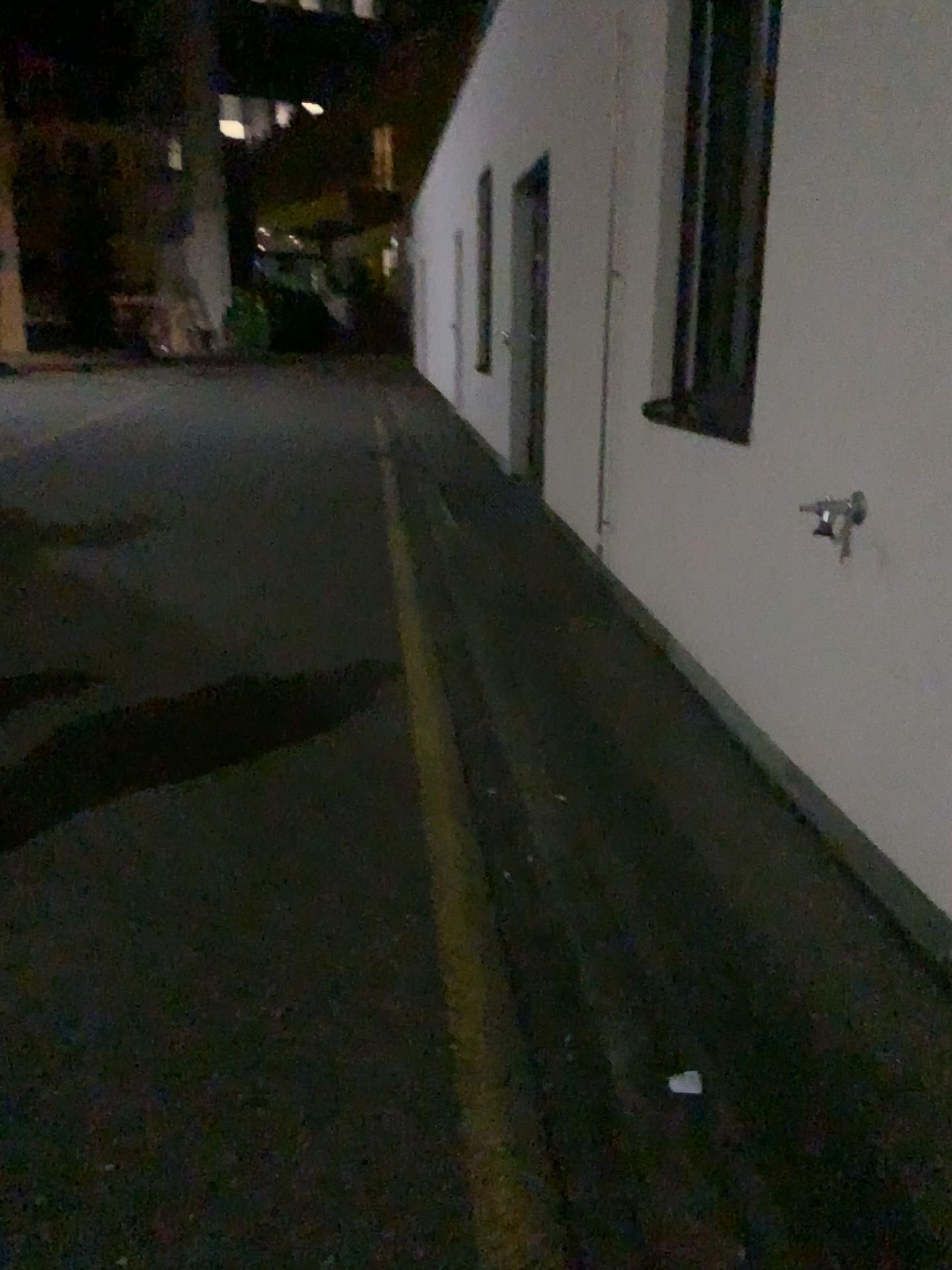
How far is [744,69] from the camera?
3.9 meters

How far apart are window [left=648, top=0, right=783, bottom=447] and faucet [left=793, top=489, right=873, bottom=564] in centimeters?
113cm

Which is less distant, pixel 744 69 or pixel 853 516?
pixel 853 516

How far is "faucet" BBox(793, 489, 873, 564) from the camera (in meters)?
2.50

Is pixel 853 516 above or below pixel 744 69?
below

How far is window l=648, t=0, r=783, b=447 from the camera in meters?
3.9 m

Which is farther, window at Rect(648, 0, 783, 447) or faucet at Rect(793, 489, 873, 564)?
window at Rect(648, 0, 783, 447)

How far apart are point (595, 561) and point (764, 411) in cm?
215
